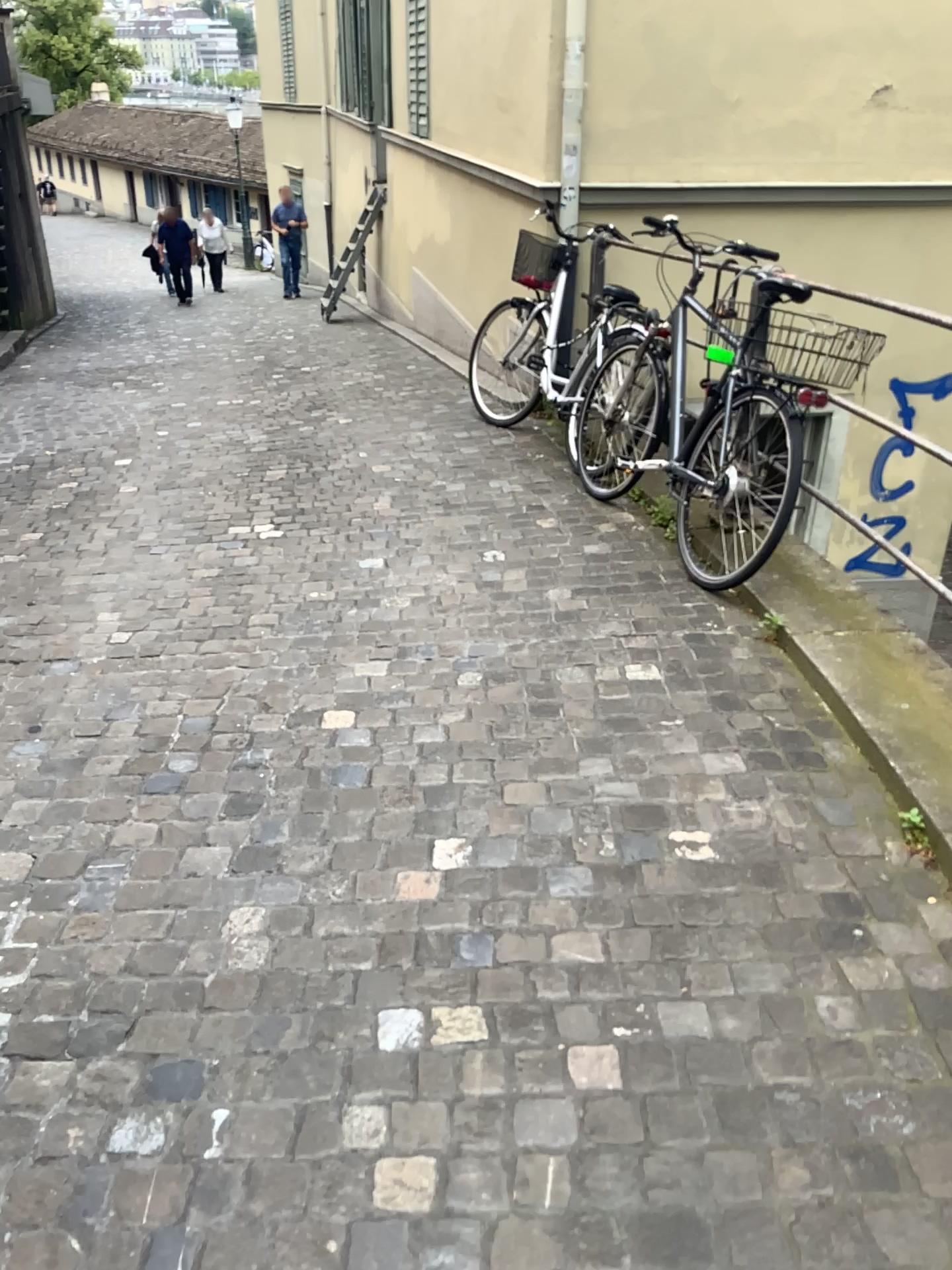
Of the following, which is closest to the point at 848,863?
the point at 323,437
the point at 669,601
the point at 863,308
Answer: the point at 669,601
